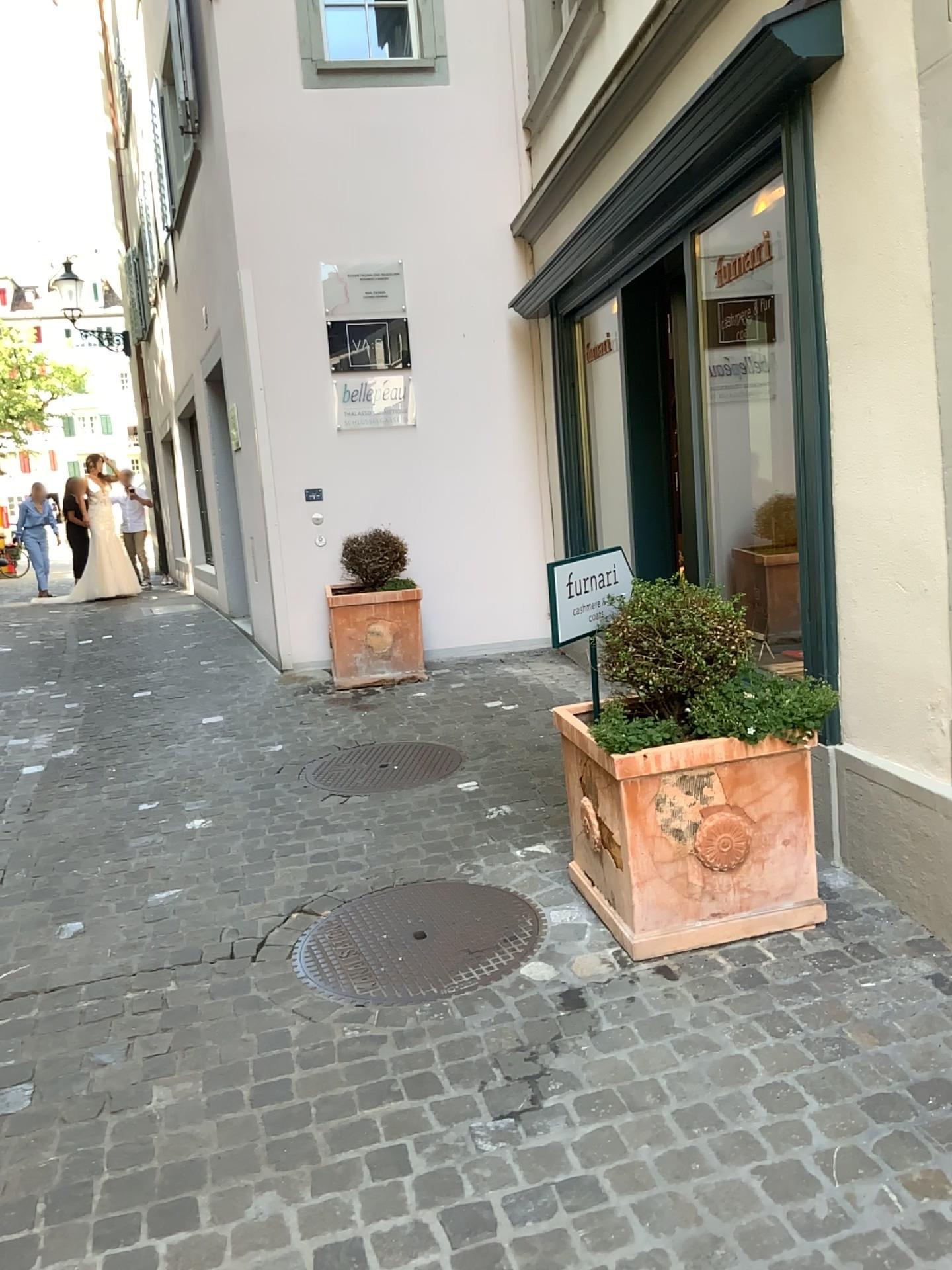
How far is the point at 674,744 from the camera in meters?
2.7 m

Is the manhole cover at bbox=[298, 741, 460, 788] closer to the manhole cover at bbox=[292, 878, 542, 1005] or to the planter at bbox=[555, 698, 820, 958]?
the manhole cover at bbox=[292, 878, 542, 1005]

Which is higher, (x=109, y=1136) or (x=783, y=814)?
(x=783, y=814)

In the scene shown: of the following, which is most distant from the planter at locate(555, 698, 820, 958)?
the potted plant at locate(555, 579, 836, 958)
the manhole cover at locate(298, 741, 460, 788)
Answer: the manhole cover at locate(298, 741, 460, 788)

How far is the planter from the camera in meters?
2.7 m

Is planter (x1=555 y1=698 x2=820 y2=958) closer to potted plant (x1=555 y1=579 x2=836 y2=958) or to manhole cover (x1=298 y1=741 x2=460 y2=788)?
potted plant (x1=555 y1=579 x2=836 y2=958)

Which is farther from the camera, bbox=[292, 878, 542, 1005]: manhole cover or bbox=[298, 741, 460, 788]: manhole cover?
bbox=[298, 741, 460, 788]: manhole cover

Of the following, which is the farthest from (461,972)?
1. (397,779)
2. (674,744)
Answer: (397,779)

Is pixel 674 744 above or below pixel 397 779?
above

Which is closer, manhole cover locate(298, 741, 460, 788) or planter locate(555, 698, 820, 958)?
planter locate(555, 698, 820, 958)
